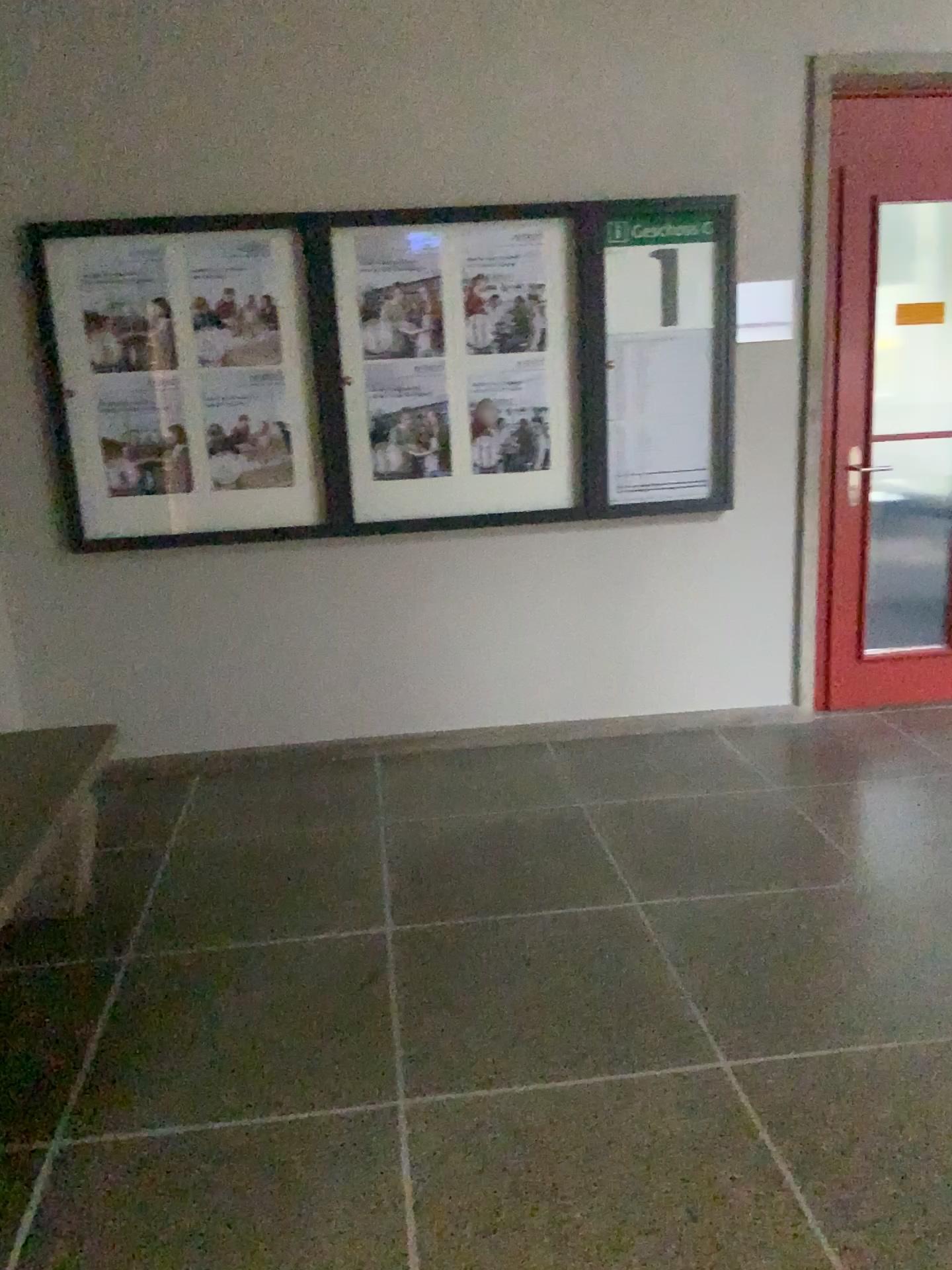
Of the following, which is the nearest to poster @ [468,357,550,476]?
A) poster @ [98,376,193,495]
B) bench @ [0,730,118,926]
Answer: poster @ [98,376,193,495]

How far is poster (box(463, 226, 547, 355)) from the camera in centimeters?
378cm

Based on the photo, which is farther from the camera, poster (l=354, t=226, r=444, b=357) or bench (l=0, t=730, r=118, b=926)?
poster (l=354, t=226, r=444, b=357)

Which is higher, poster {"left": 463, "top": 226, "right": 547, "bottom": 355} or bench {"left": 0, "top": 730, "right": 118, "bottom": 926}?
poster {"left": 463, "top": 226, "right": 547, "bottom": 355}

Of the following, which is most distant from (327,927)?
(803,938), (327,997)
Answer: (803,938)

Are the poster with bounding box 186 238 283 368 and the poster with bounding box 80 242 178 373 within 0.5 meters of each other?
yes

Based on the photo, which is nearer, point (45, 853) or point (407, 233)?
point (45, 853)

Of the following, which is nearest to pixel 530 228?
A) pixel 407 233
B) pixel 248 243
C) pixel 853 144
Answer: pixel 407 233

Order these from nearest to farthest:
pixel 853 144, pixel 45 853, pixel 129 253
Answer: pixel 45 853
pixel 129 253
pixel 853 144

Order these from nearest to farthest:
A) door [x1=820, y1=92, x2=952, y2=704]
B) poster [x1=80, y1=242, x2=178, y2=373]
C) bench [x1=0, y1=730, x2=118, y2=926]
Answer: bench [x1=0, y1=730, x2=118, y2=926], poster [x1=80, y1=242, x2=178, y2=373], door [x1=820, y1=92, x2=952, y2=704]
